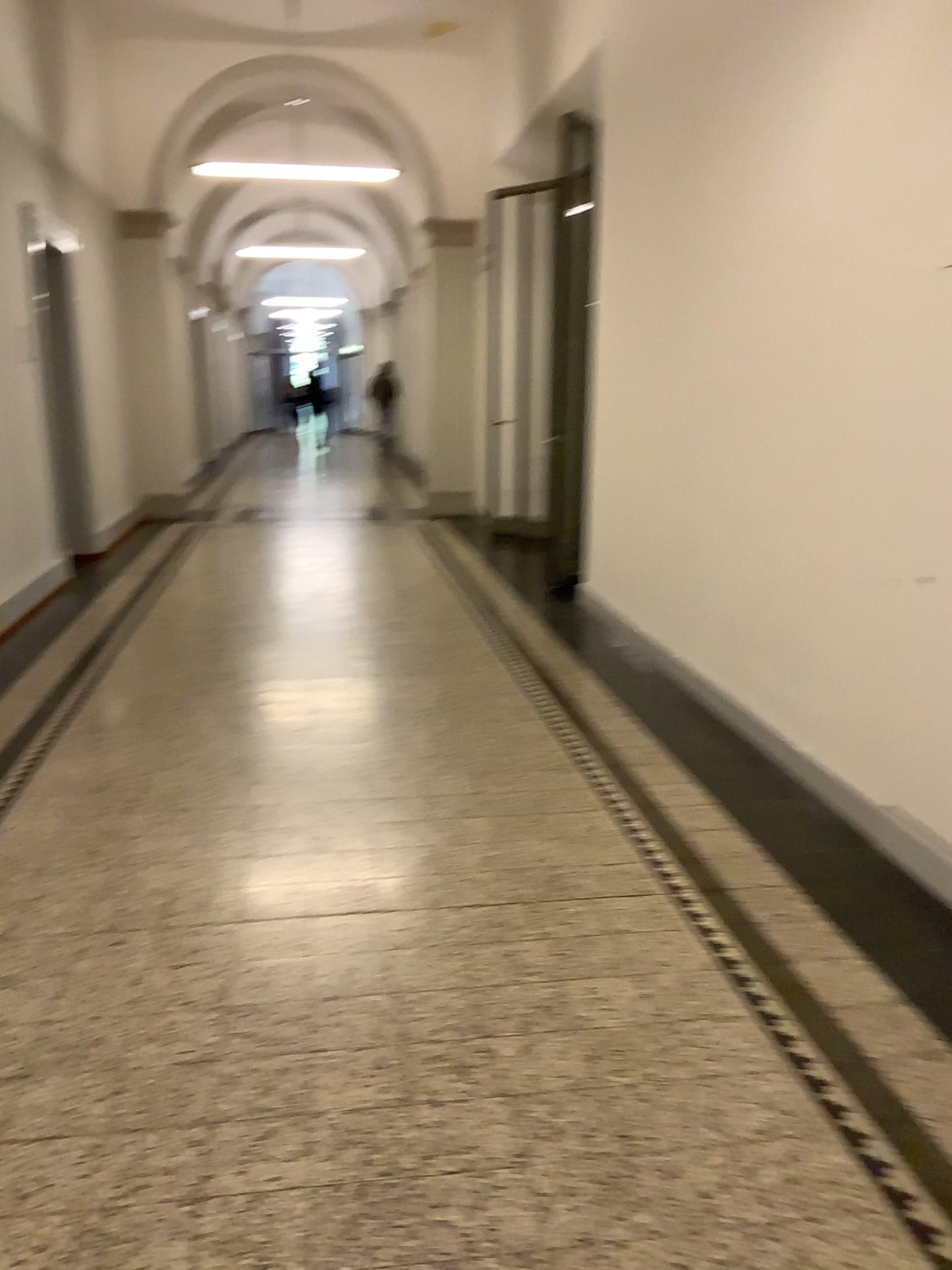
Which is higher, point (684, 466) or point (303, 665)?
point (684, 466)
